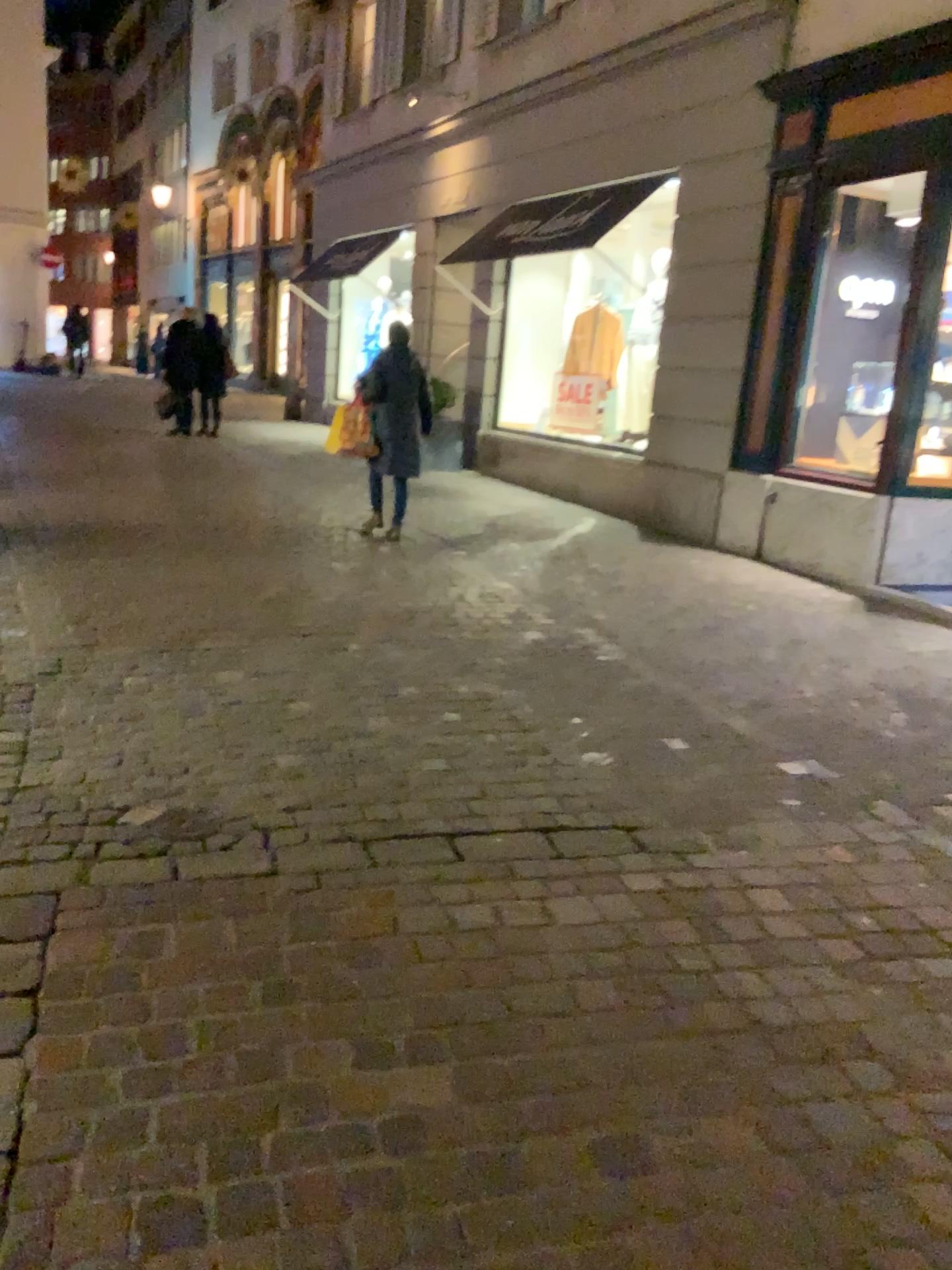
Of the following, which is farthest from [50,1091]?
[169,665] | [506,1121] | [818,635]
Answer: [818,635]
